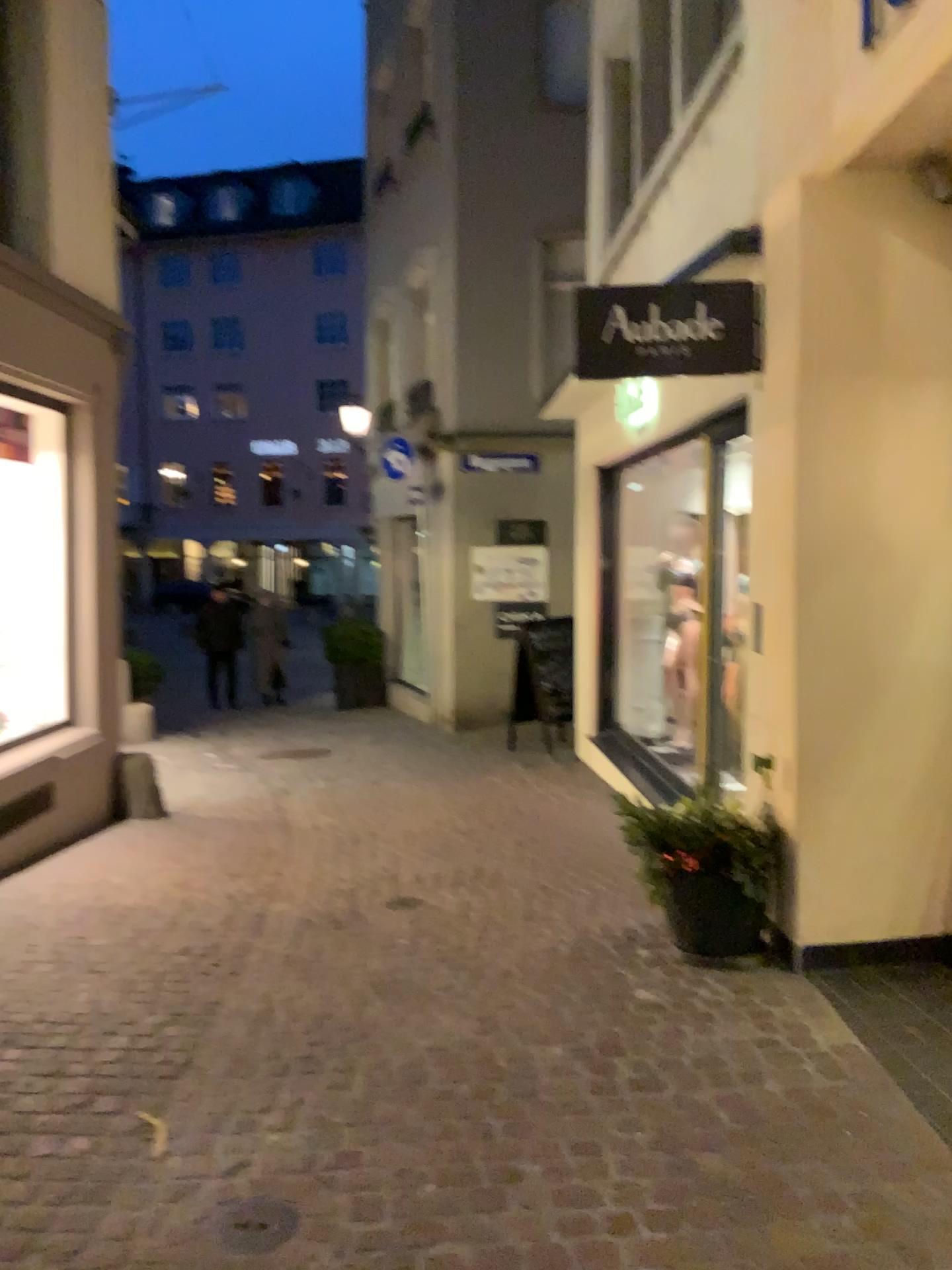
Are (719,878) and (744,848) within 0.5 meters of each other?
yes

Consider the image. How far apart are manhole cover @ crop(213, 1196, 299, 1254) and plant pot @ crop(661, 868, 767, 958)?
2.07m

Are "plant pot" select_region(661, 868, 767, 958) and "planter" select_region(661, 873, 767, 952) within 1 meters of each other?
yes

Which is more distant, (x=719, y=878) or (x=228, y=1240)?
(x=719, y=878)

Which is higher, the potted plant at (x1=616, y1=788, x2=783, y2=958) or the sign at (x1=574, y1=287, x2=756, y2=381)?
the sign at (x1=574, y1=287, x2=756, y2=381)

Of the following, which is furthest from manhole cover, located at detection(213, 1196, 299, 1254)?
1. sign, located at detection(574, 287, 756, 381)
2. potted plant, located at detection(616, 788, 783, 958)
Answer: sign, located at detection(574, 287, 756, 381)

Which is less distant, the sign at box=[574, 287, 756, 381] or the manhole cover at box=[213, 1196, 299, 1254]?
the manhole cover at box=[213, 1196, 299, 1254]

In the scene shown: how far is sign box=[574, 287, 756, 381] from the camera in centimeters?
426cm

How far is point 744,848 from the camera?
4.0m

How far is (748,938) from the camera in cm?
402
